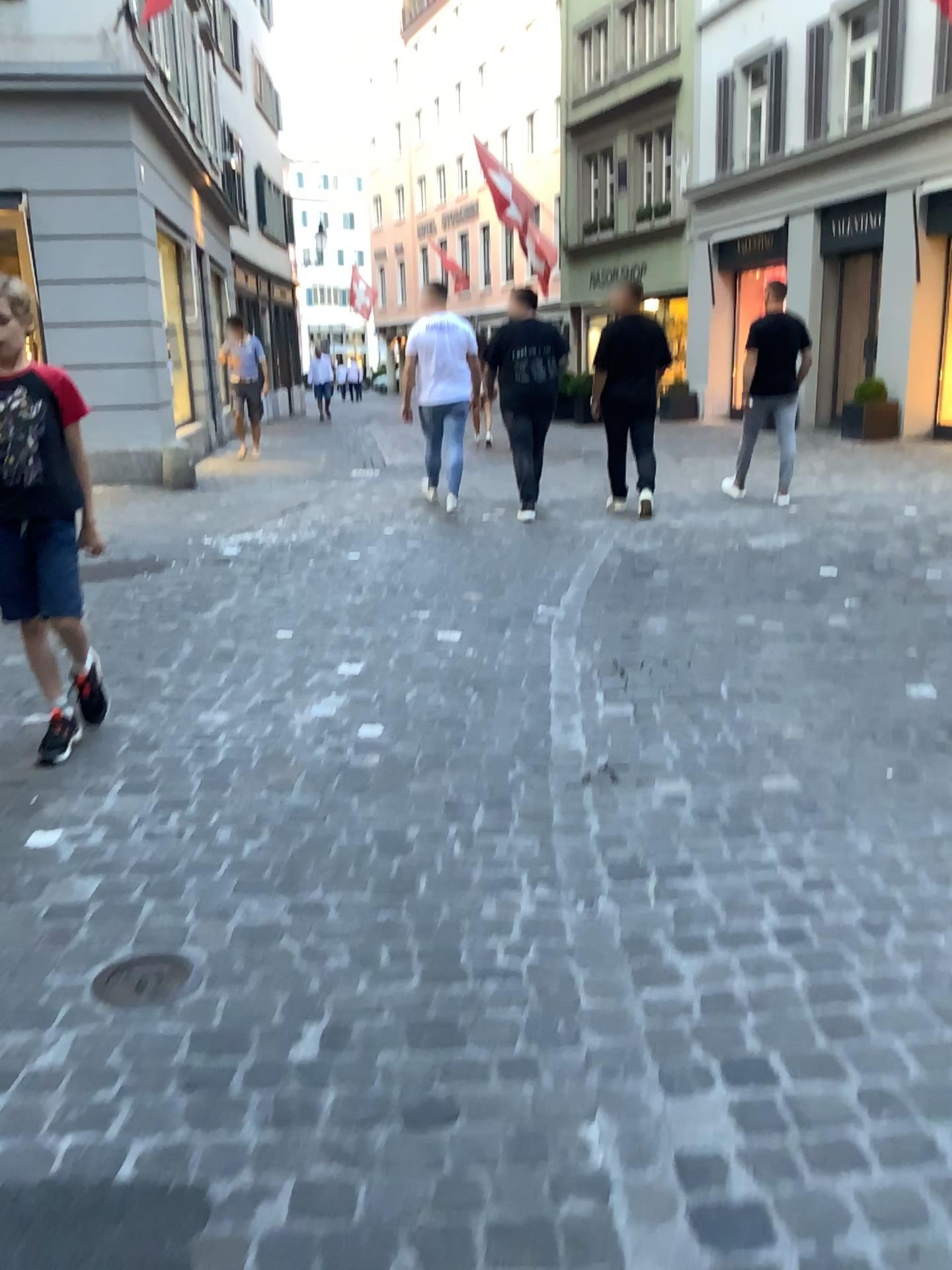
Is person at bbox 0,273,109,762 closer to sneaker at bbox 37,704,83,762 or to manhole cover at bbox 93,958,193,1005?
sneaker at bbox 37,704,83,762

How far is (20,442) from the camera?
3.07m

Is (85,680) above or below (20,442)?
below

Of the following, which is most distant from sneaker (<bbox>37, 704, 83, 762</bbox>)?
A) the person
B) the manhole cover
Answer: the manhole cover

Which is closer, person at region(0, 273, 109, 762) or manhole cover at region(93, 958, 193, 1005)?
manhole cover at region(93, 958, 193, 1005)

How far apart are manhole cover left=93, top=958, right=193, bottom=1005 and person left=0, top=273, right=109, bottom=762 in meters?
1.3

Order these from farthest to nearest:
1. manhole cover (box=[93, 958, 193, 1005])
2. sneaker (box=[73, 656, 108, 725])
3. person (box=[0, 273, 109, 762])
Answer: sneaker (box=[73, 656, 108, 725]), person (box=[0, 273, 109, 762]), manhole cover (box=[93, 958, 193, 1005])

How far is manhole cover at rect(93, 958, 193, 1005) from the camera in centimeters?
205cm

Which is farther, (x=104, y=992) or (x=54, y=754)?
(x=54, y=754)

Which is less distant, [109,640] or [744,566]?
[109,640]
